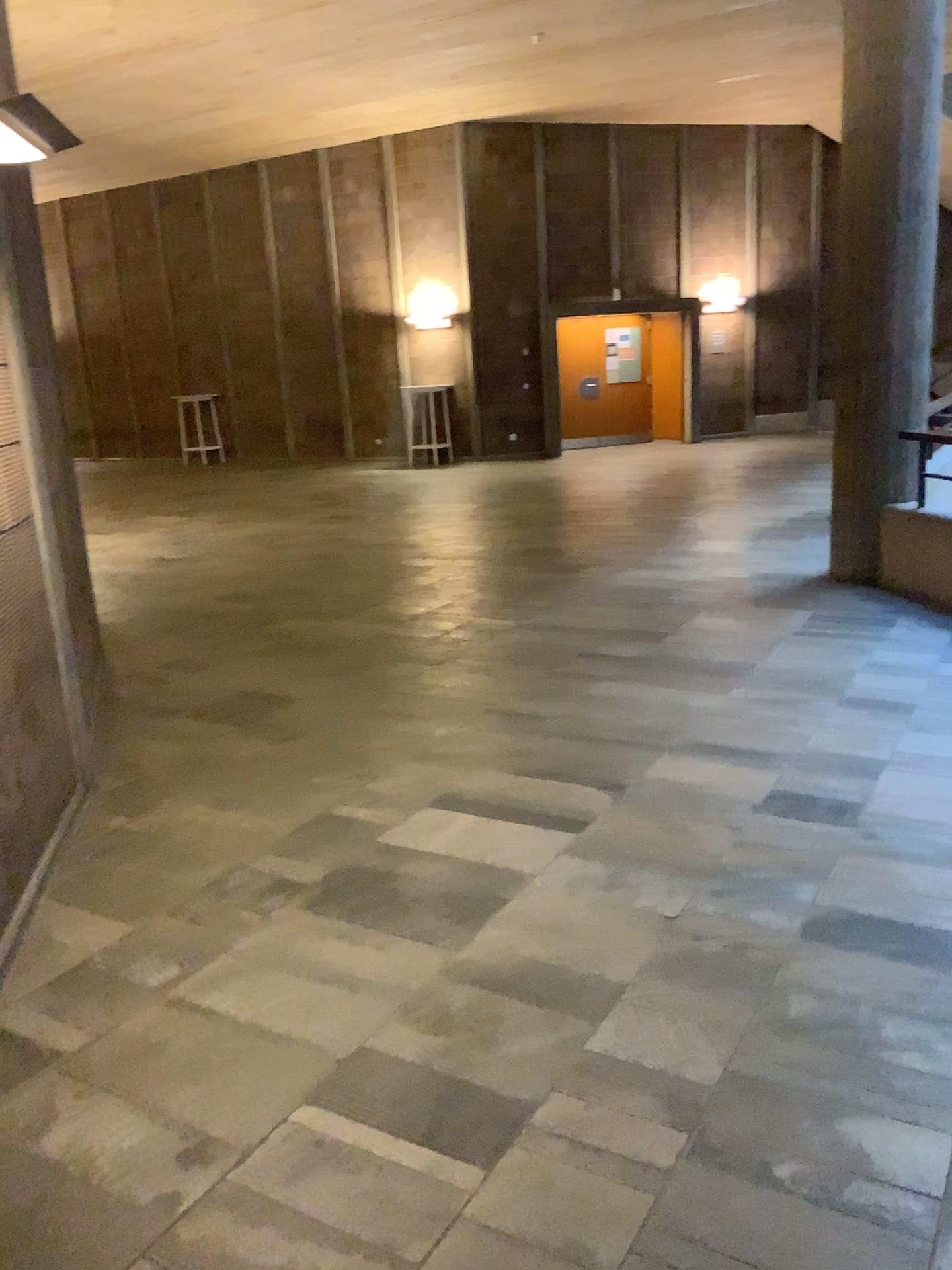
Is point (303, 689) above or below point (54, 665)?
below
